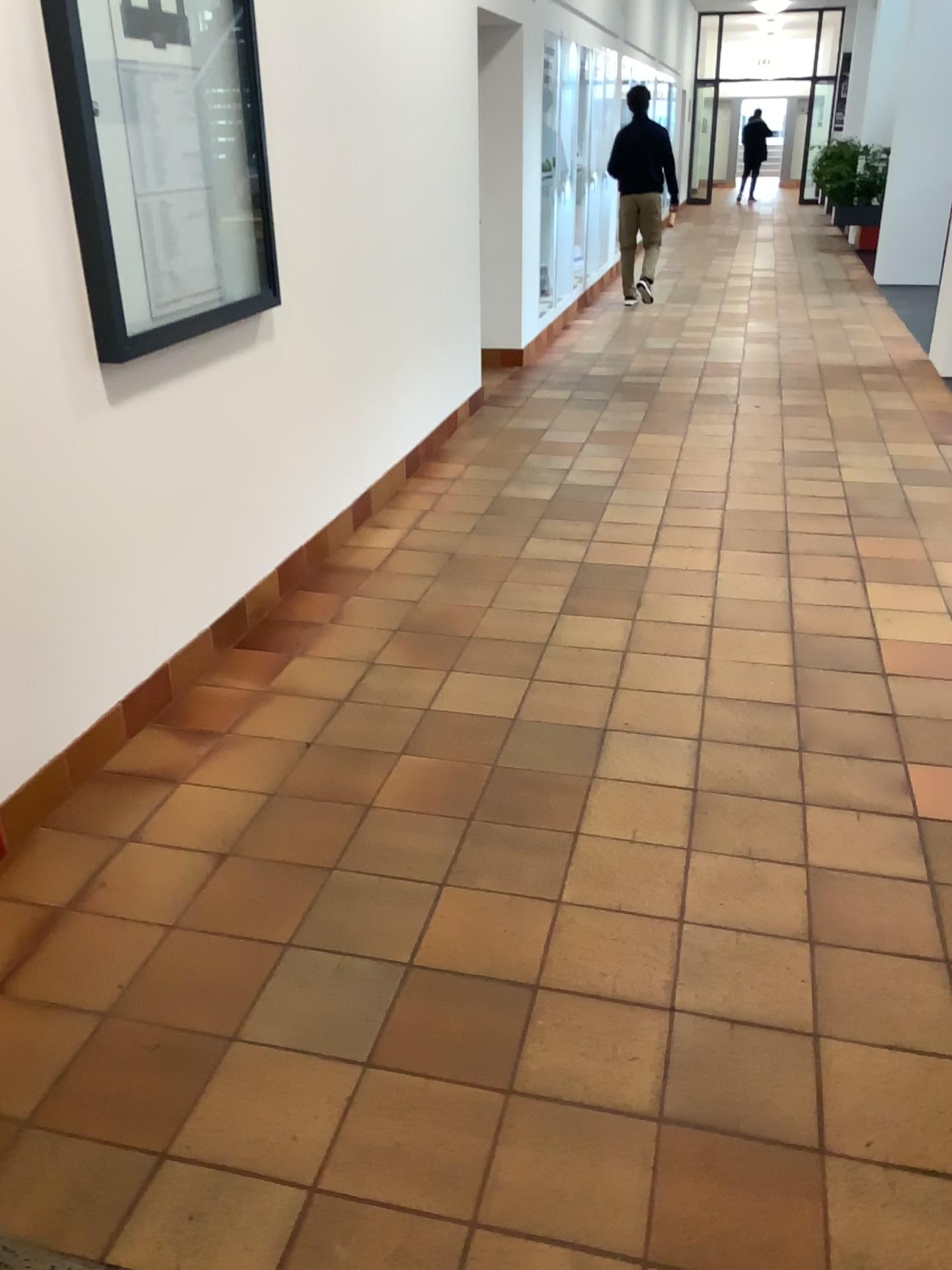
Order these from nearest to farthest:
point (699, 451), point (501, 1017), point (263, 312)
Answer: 1. point (501, 1017)
2. point (263, 312)
3. point (699, 451)
